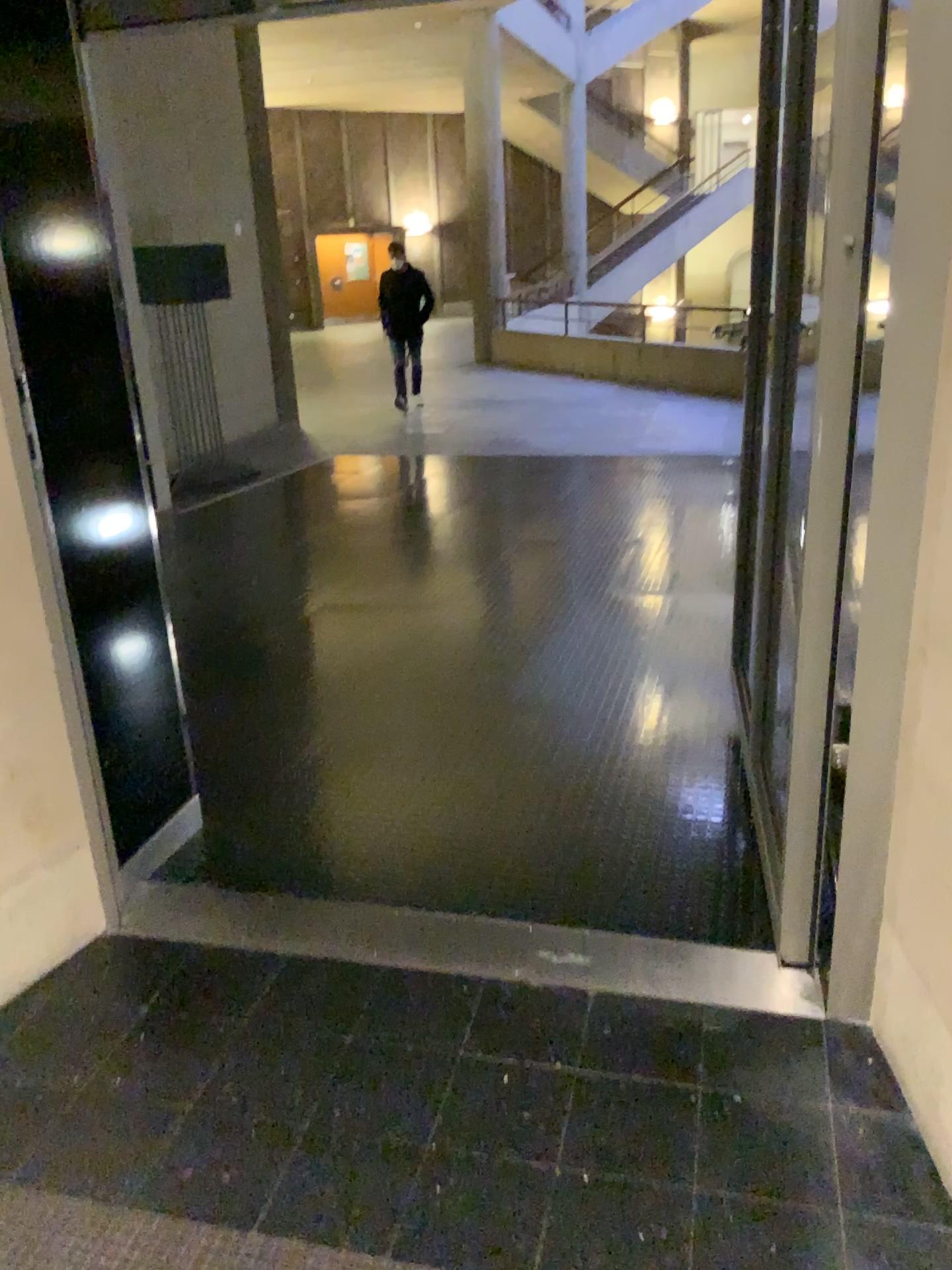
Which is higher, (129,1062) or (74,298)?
(74,298)
